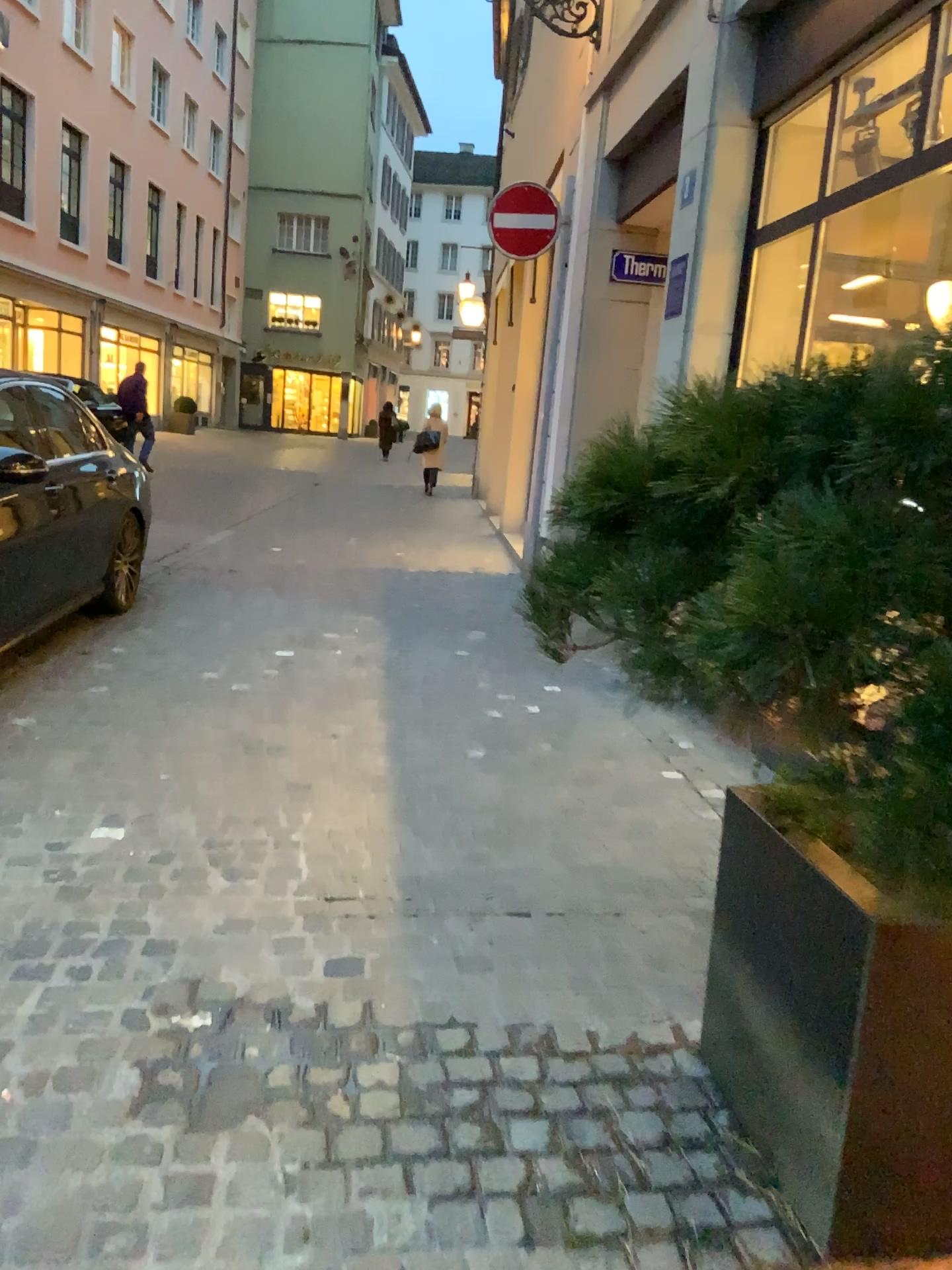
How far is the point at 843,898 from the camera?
1.55m

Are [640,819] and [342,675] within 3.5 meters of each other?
yes

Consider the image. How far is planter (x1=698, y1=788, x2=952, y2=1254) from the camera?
1.6m

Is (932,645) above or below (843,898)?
above
